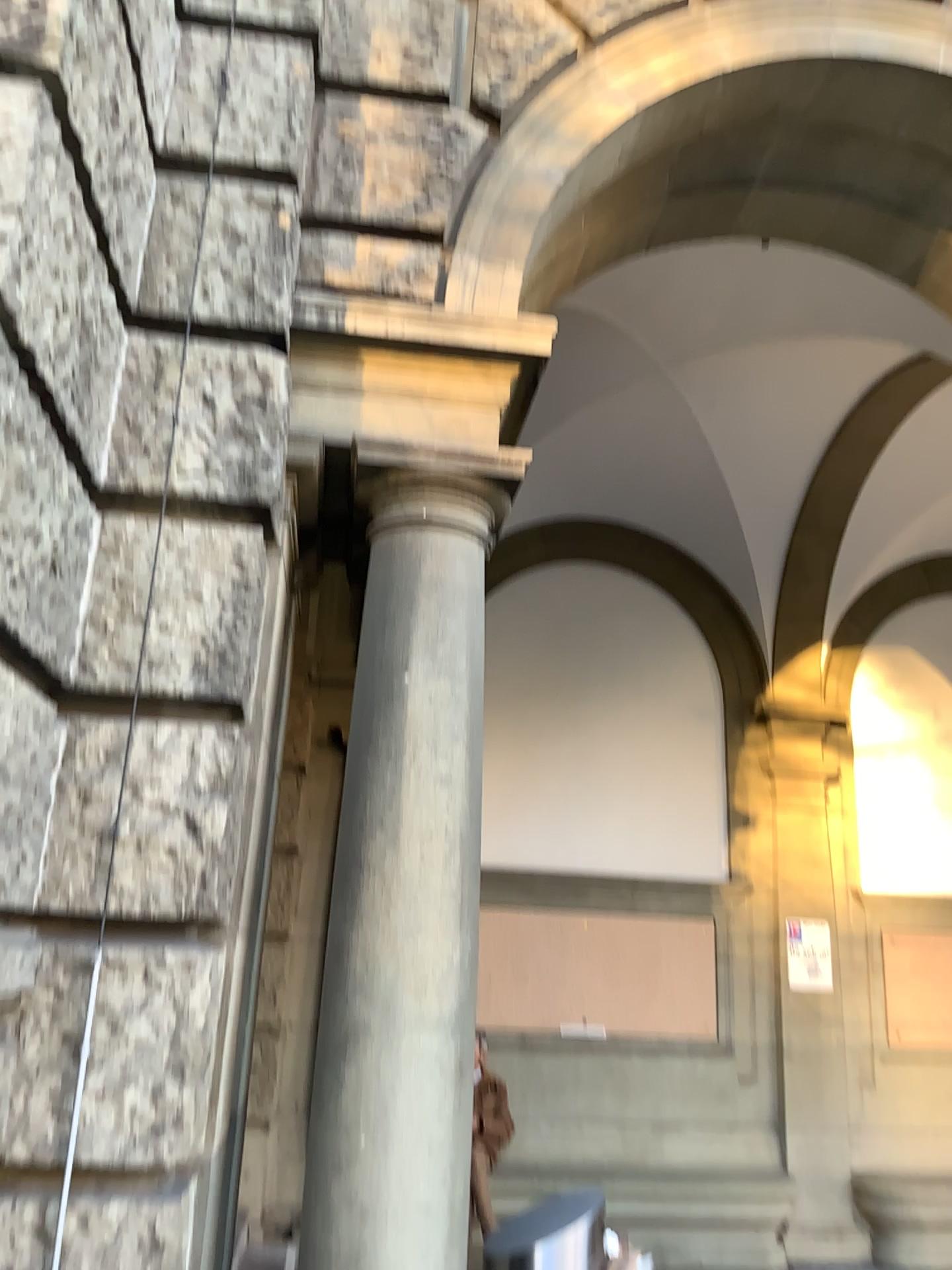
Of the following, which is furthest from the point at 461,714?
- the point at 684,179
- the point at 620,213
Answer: the point at 684,179

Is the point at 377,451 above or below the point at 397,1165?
above

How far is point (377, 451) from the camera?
2.99m

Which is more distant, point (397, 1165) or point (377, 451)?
point (377, 451)

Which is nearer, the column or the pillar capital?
the column

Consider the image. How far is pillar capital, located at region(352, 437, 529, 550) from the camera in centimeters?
299cm
